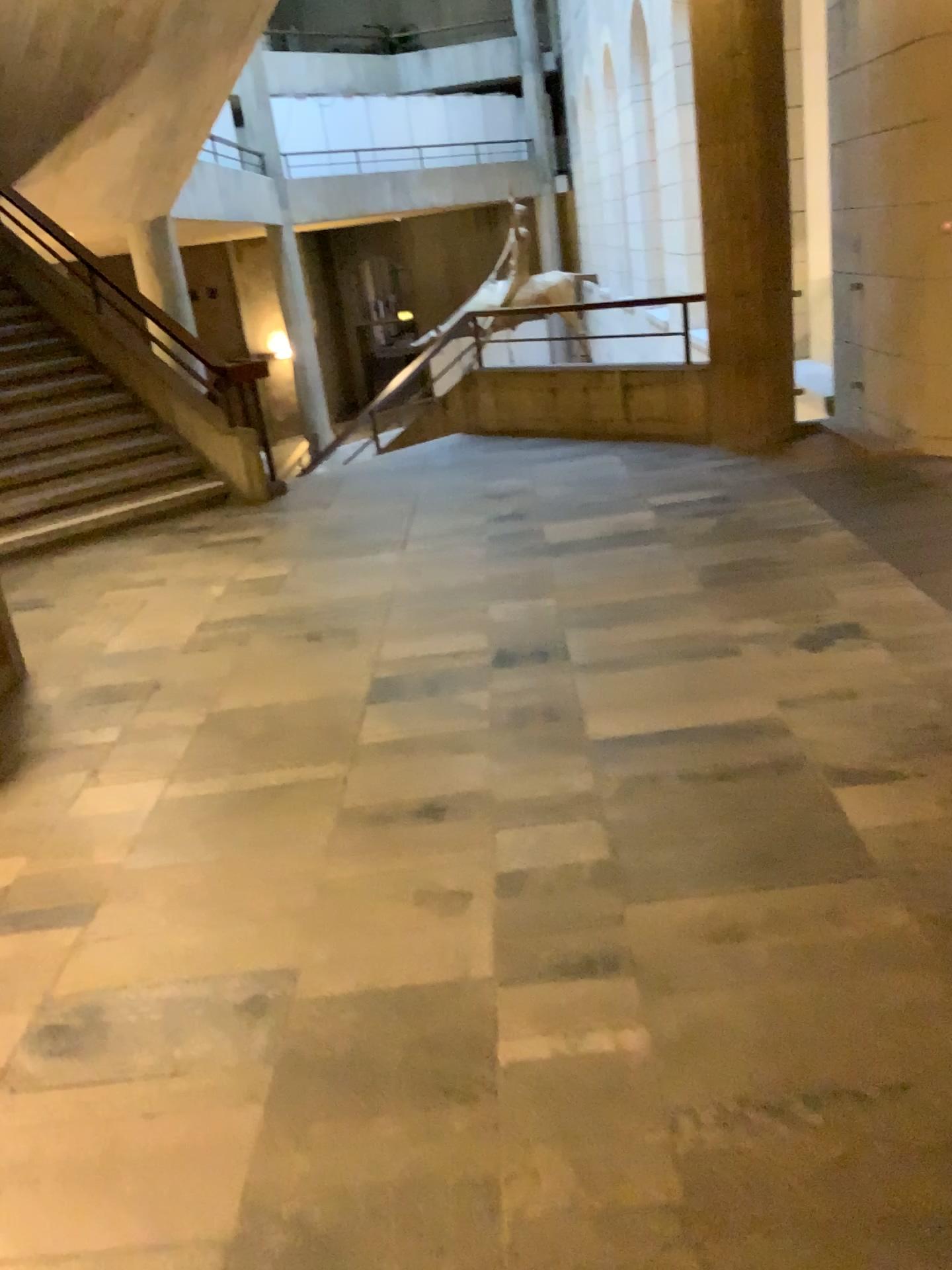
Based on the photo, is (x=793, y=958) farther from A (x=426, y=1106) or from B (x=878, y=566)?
B (x=878, y=566)
